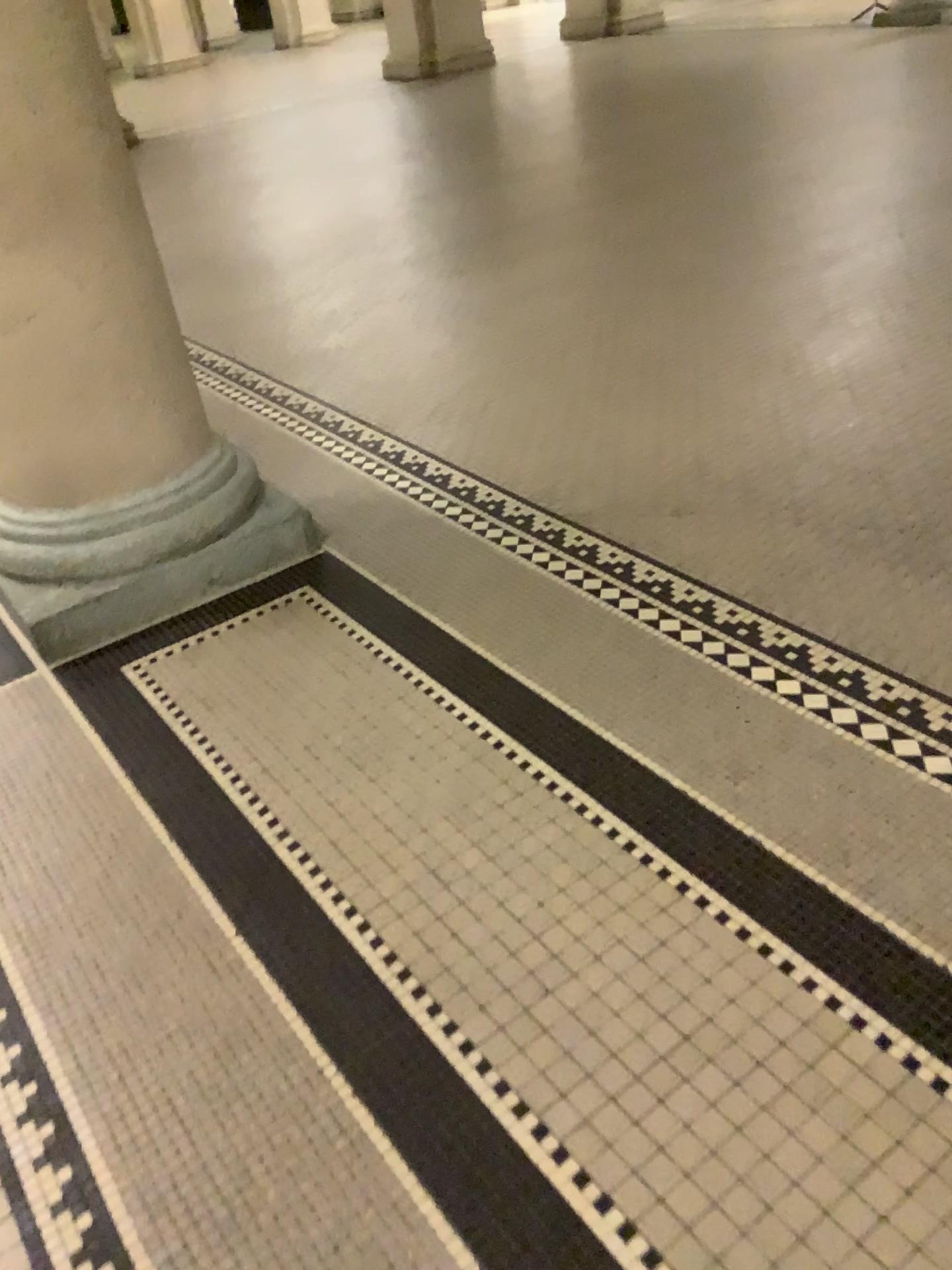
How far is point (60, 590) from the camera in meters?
2.4 m

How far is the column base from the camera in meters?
2.4

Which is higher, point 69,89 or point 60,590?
point 69,89

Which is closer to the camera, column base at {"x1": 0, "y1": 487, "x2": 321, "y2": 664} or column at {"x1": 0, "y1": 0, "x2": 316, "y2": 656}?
column at {"x1": 0, "y1": 0, "x2": 316, "y2": 656}

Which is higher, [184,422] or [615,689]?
[184,422]

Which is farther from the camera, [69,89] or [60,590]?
[60,590]
